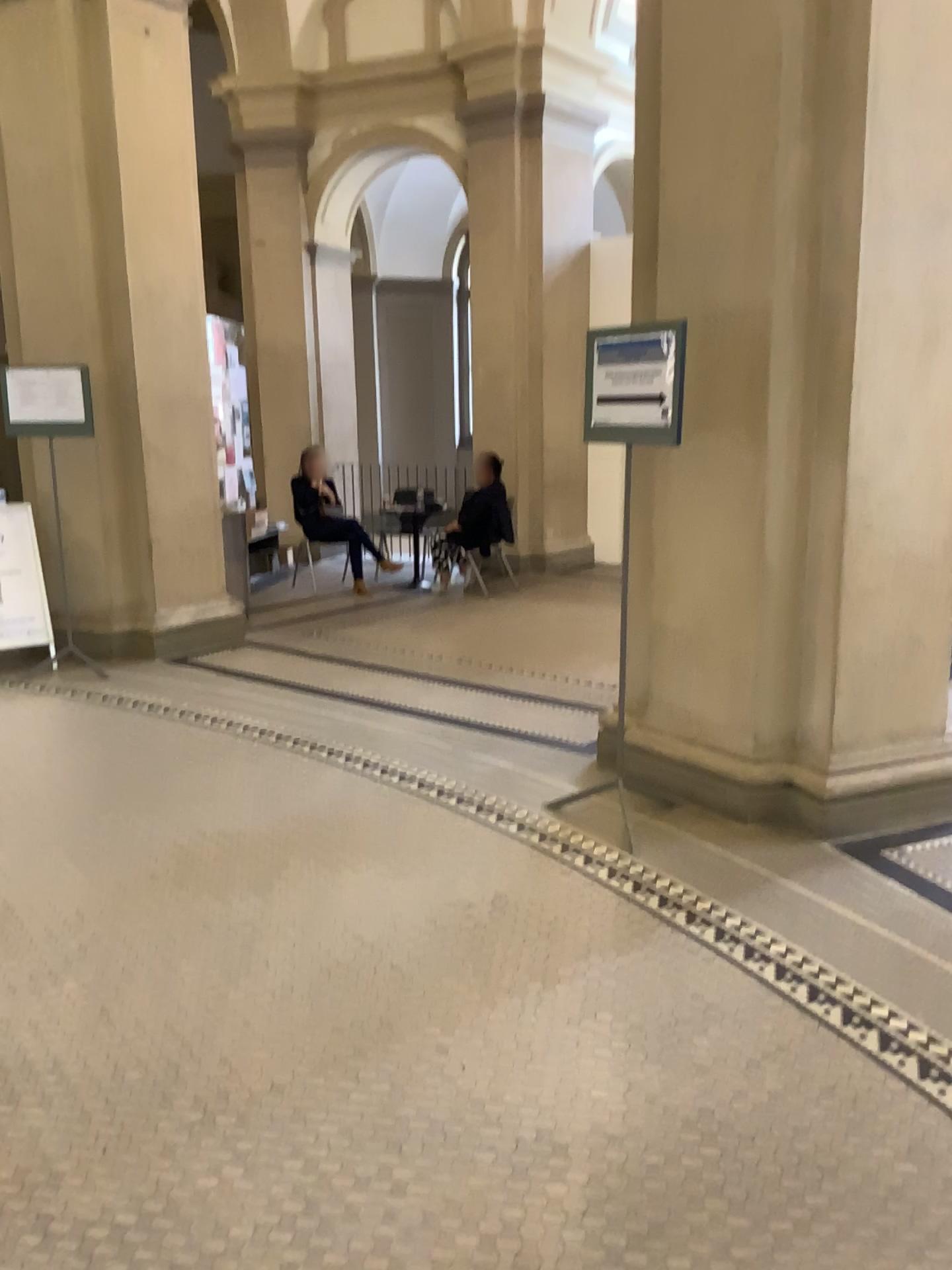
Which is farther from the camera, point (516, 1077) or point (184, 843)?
point (184, 843)

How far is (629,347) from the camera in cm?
354

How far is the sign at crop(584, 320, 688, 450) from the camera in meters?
3.5 m

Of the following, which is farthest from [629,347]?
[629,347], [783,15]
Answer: [783,15]

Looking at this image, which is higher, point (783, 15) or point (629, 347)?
point (783, 15)
